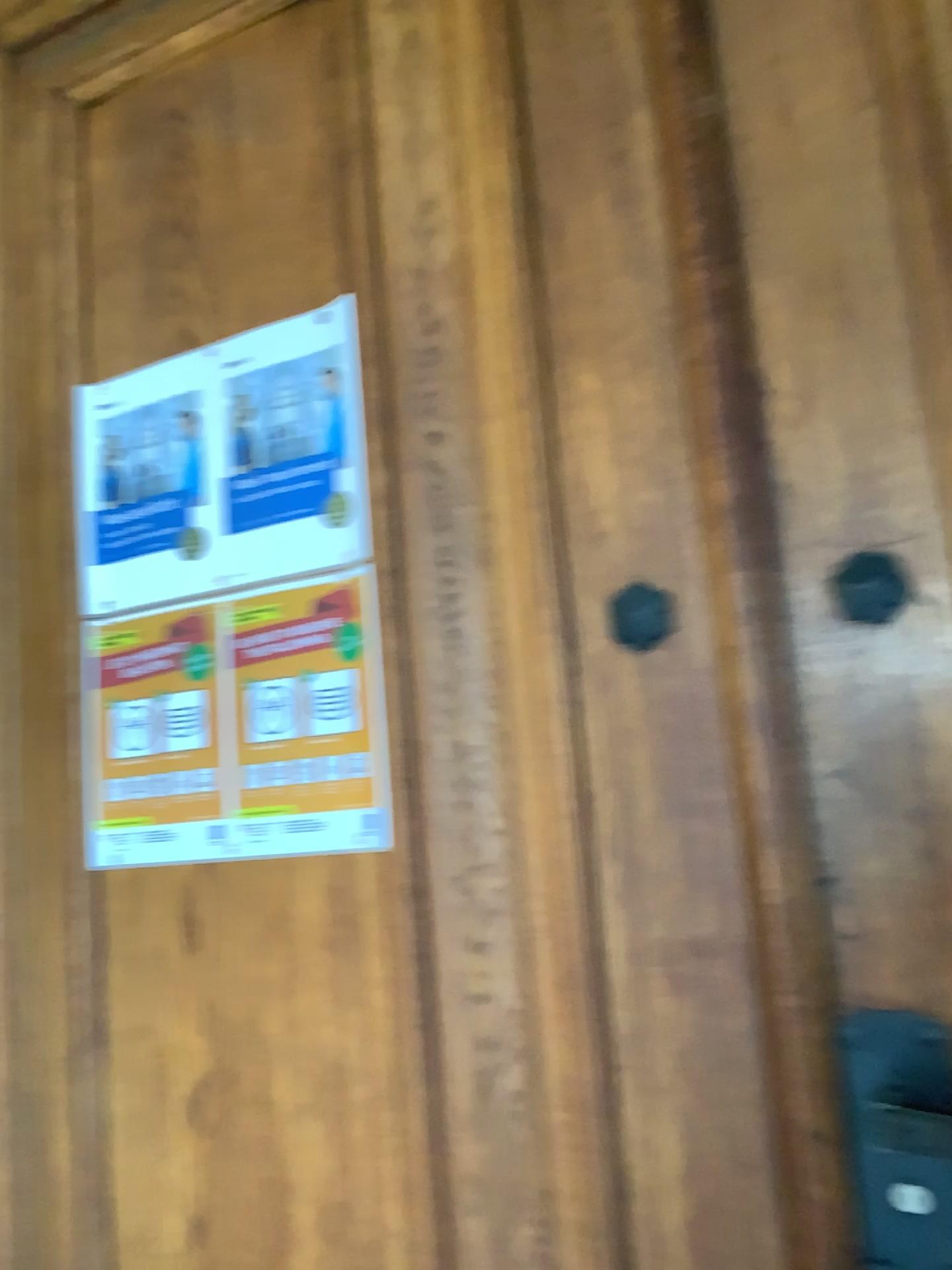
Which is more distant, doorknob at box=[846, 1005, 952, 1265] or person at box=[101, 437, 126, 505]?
person at box=[101, 437, 126, 505]

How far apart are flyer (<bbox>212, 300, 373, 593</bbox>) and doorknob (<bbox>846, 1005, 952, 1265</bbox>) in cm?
66

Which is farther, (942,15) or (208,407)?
(208,407)

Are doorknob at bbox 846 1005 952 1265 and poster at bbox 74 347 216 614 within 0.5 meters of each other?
no

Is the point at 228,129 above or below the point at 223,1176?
above

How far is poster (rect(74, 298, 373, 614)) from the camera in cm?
117

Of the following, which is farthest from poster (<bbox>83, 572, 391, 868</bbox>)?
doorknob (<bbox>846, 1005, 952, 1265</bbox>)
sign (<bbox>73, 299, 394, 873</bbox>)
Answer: doorknob (<bbox>846, 1005, 952, 1265</bbox>)

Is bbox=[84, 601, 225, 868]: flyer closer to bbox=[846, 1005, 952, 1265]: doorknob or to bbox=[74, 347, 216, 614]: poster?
bbox=[74, 347, 216, 614]: poster

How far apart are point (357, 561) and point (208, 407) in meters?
0.3 m

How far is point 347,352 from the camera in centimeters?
117cm
